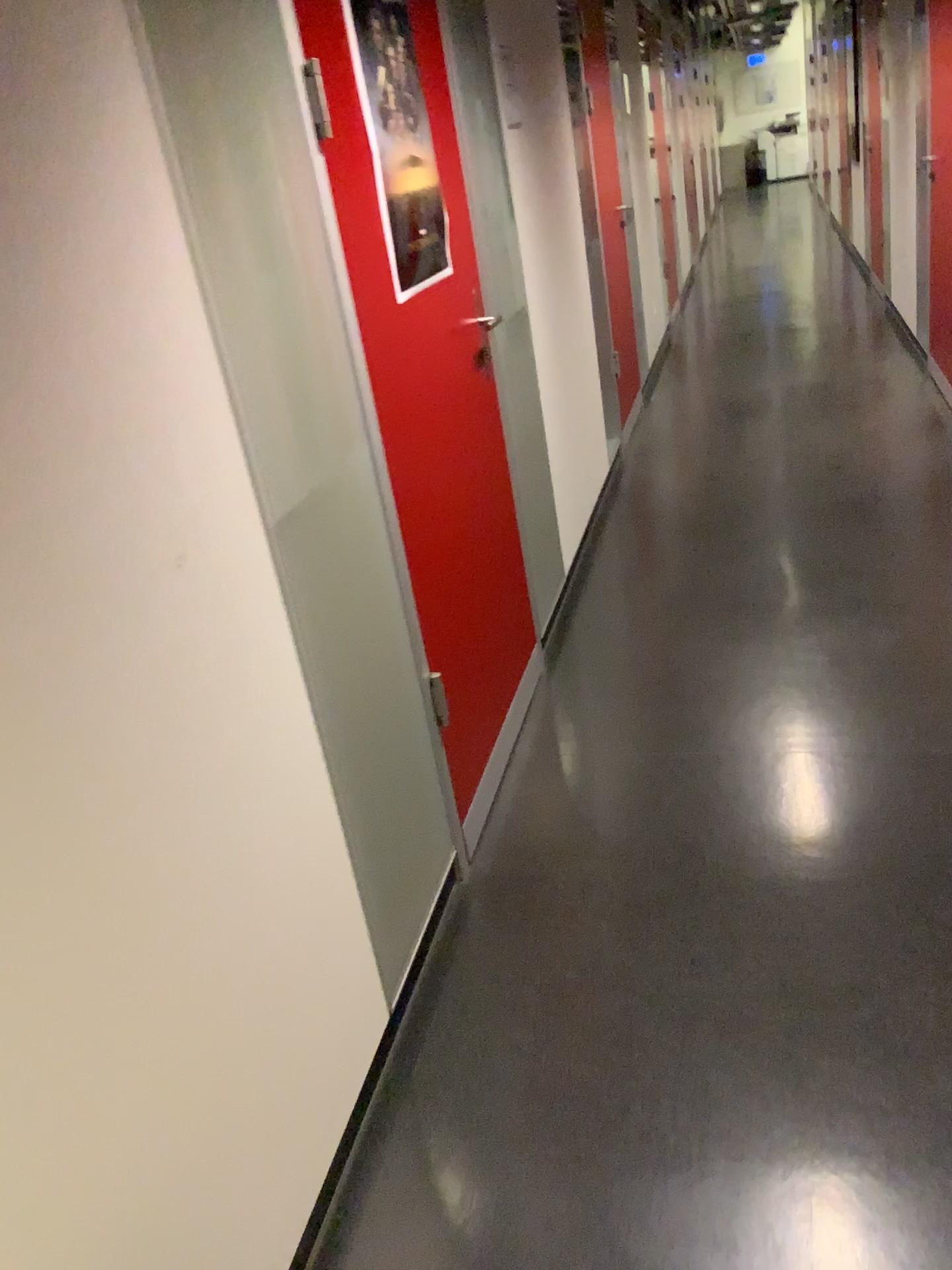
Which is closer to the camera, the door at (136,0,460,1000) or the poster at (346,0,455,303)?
the door at (136,0,460,1000)

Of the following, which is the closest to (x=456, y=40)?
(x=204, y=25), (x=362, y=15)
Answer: (x=362, y=15)

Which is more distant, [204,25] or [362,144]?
[362,144]

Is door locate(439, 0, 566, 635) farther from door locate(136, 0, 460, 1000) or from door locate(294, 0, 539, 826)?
door locate(136, 0, 460, 1000)

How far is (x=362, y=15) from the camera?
2.1 meters

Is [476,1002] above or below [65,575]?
below

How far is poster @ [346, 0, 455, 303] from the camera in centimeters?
208cm

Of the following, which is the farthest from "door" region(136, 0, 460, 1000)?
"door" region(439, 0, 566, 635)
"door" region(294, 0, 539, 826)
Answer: "door" region(439, 0, 566, 635)

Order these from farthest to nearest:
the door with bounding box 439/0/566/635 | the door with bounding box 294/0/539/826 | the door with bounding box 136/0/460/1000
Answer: the door with bounding box 439/0/566/635 < the door with bounding box 294/0/539/826 < the door with bounding box 136/0/460/1000
